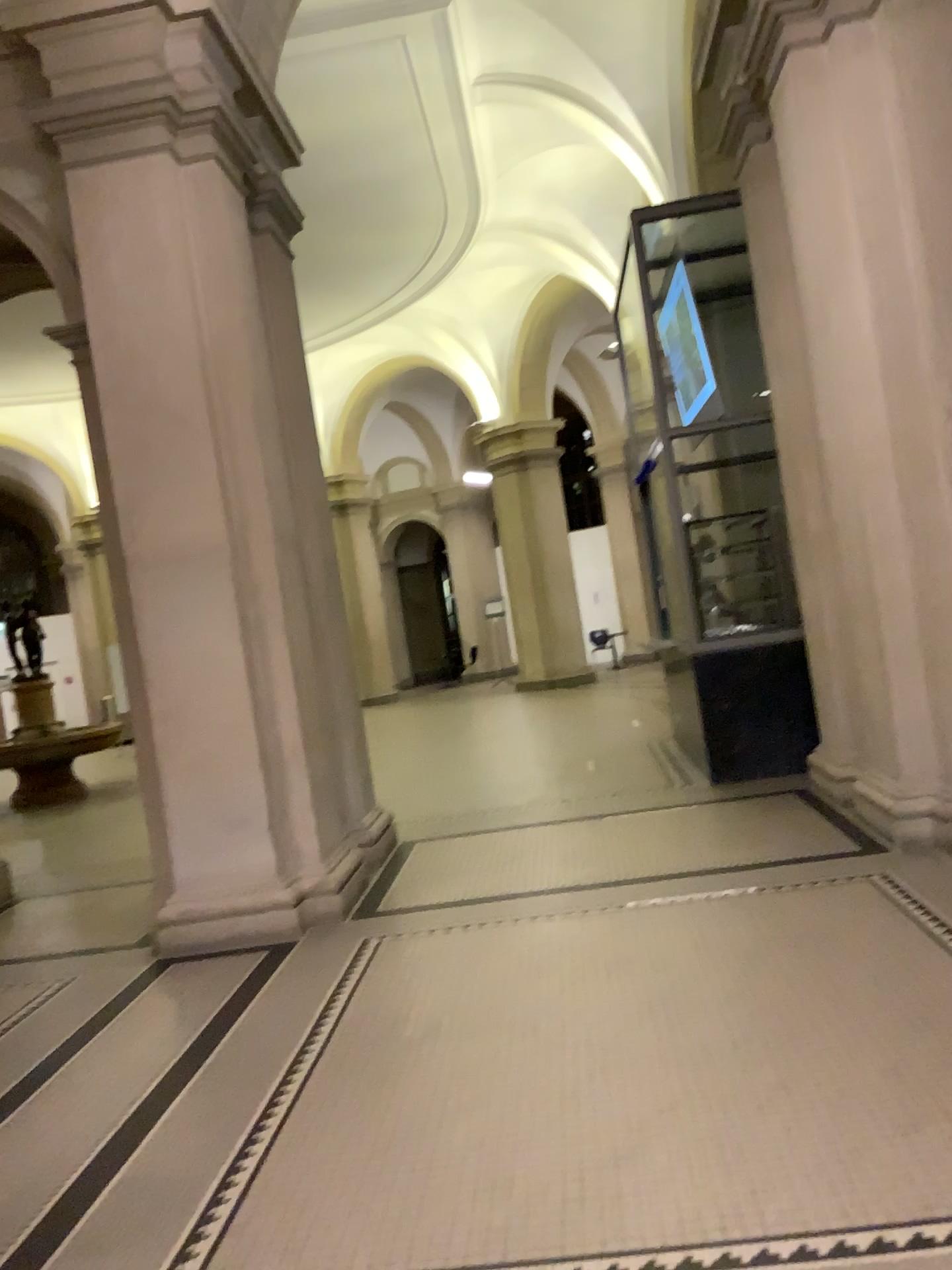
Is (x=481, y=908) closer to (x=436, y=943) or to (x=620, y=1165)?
(x=436, y=943)
